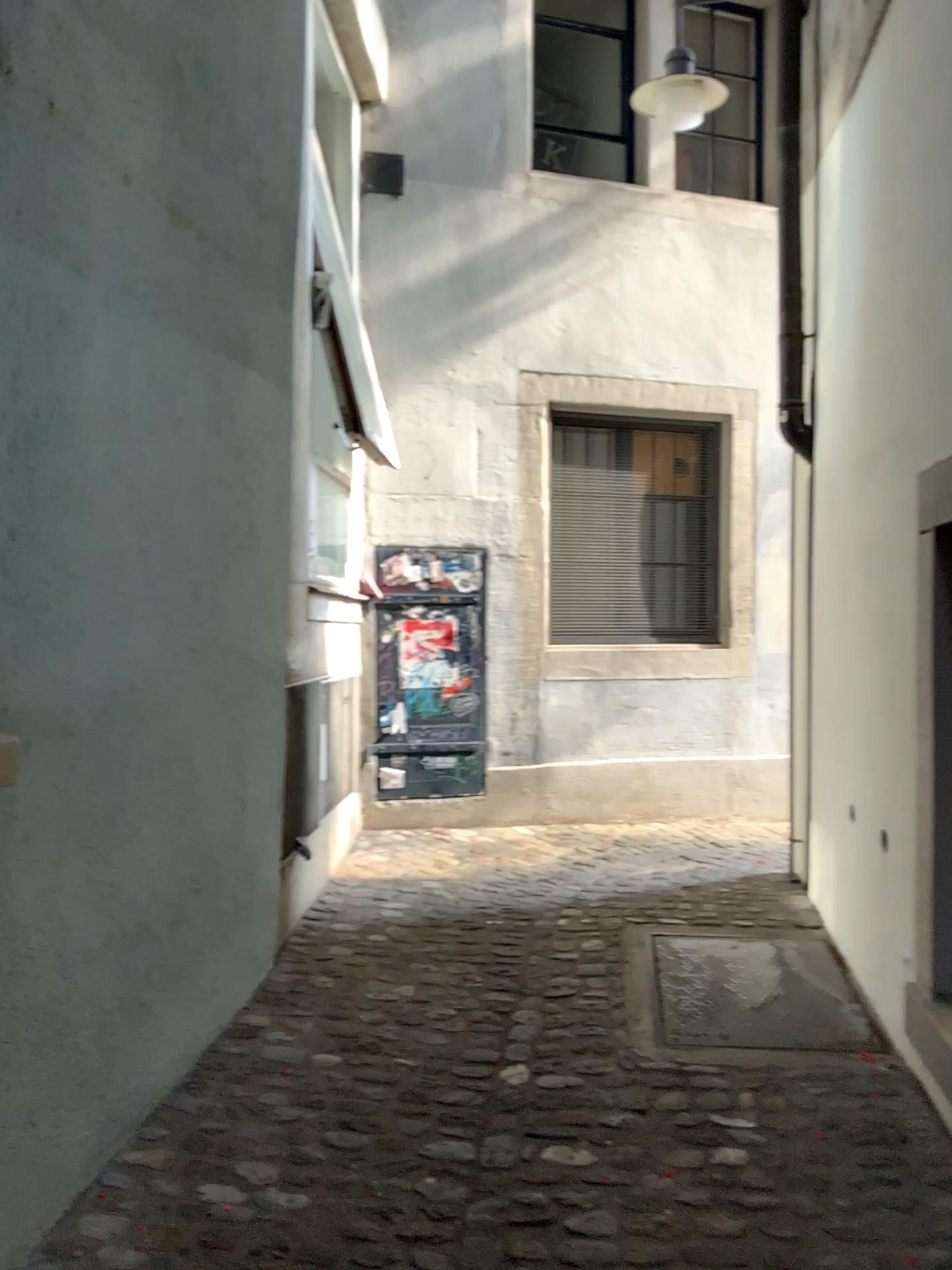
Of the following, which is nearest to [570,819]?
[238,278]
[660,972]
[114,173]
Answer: [660,972]
